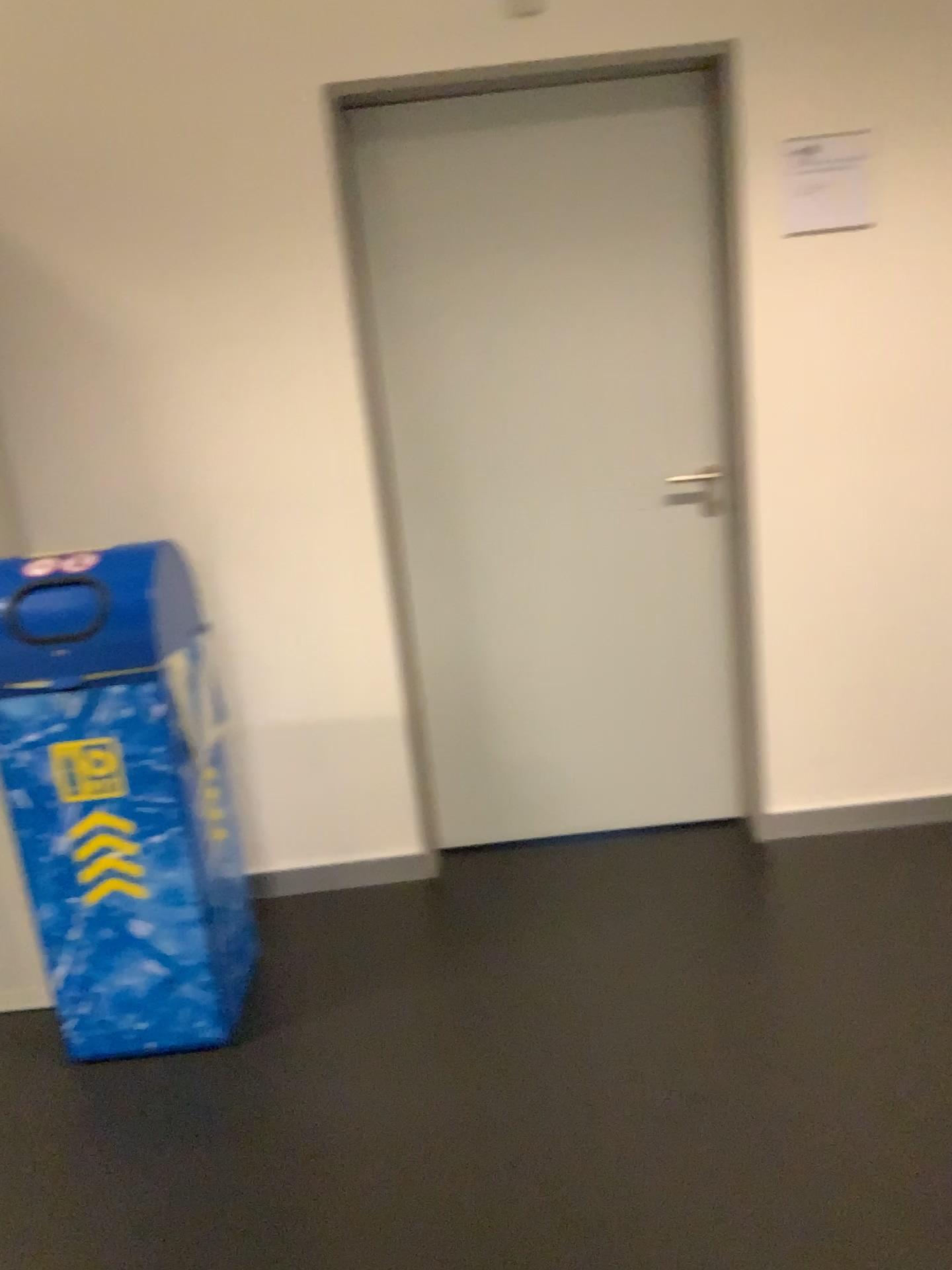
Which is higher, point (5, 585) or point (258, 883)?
point (5, 585)

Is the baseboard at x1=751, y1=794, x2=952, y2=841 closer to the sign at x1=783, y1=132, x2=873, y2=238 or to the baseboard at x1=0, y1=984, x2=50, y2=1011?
the sign at x1=783, y1=132, x2=873, y2=238

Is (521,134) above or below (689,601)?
above

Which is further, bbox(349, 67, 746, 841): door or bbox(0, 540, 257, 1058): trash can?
bbox(349, 67, 746, 841): door

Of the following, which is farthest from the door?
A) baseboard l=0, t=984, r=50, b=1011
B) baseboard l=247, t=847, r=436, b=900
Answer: baseboard l=0, t=984, r=50, b=1011

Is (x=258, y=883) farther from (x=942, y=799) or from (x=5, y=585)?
(x=942, y=799)

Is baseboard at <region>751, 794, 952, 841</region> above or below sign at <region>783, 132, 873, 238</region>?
below

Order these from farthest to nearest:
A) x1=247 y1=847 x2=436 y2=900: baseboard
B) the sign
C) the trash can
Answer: x1=247 y1=847 x2=436 y2=900: baseboard < the sign < the trash can

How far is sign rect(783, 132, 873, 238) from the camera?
2.5 meters

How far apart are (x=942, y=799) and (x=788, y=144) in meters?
1.8 m
